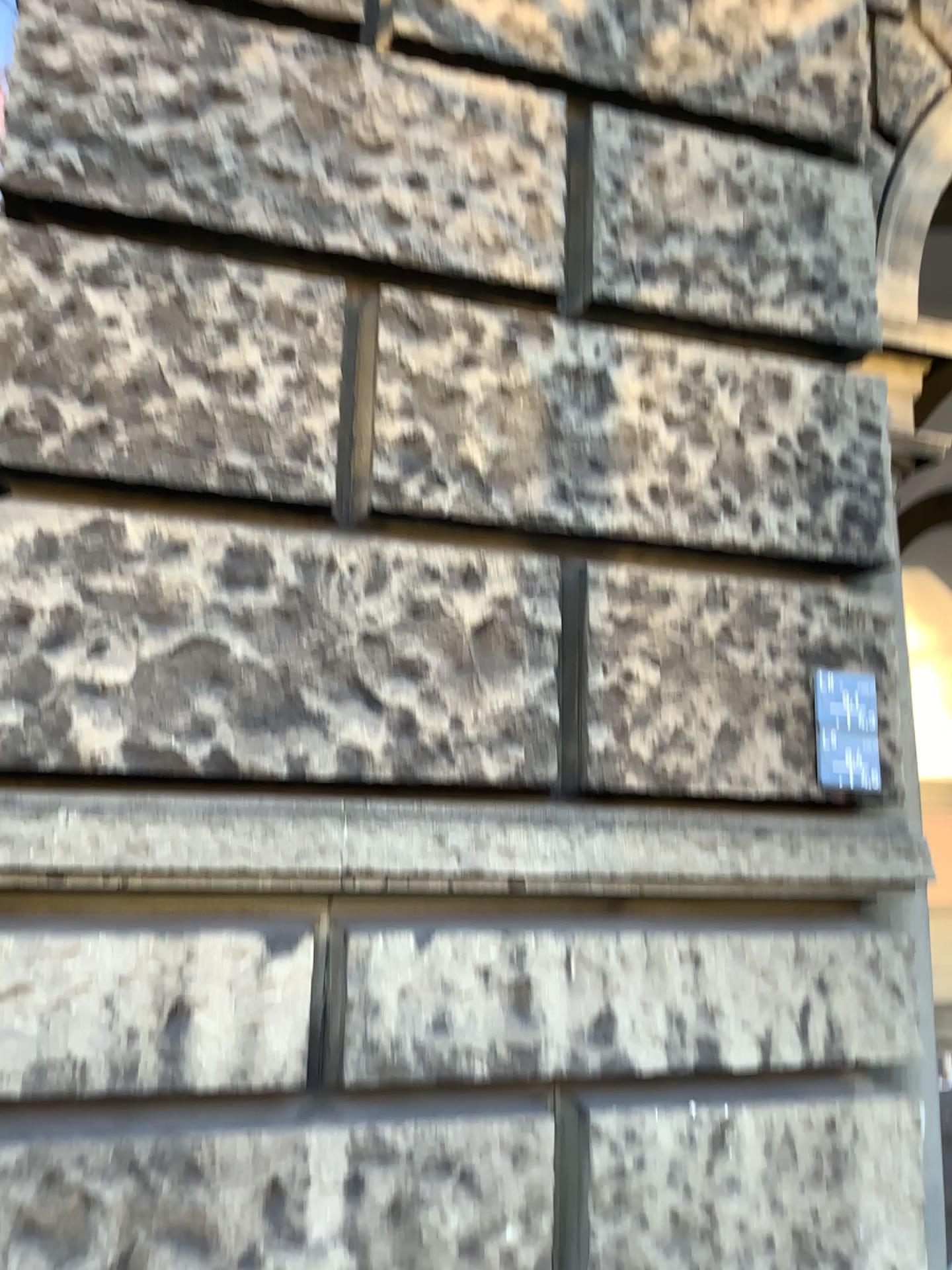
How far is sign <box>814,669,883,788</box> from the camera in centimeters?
215cm

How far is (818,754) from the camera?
2.2m

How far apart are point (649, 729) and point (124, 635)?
1.0 meters
